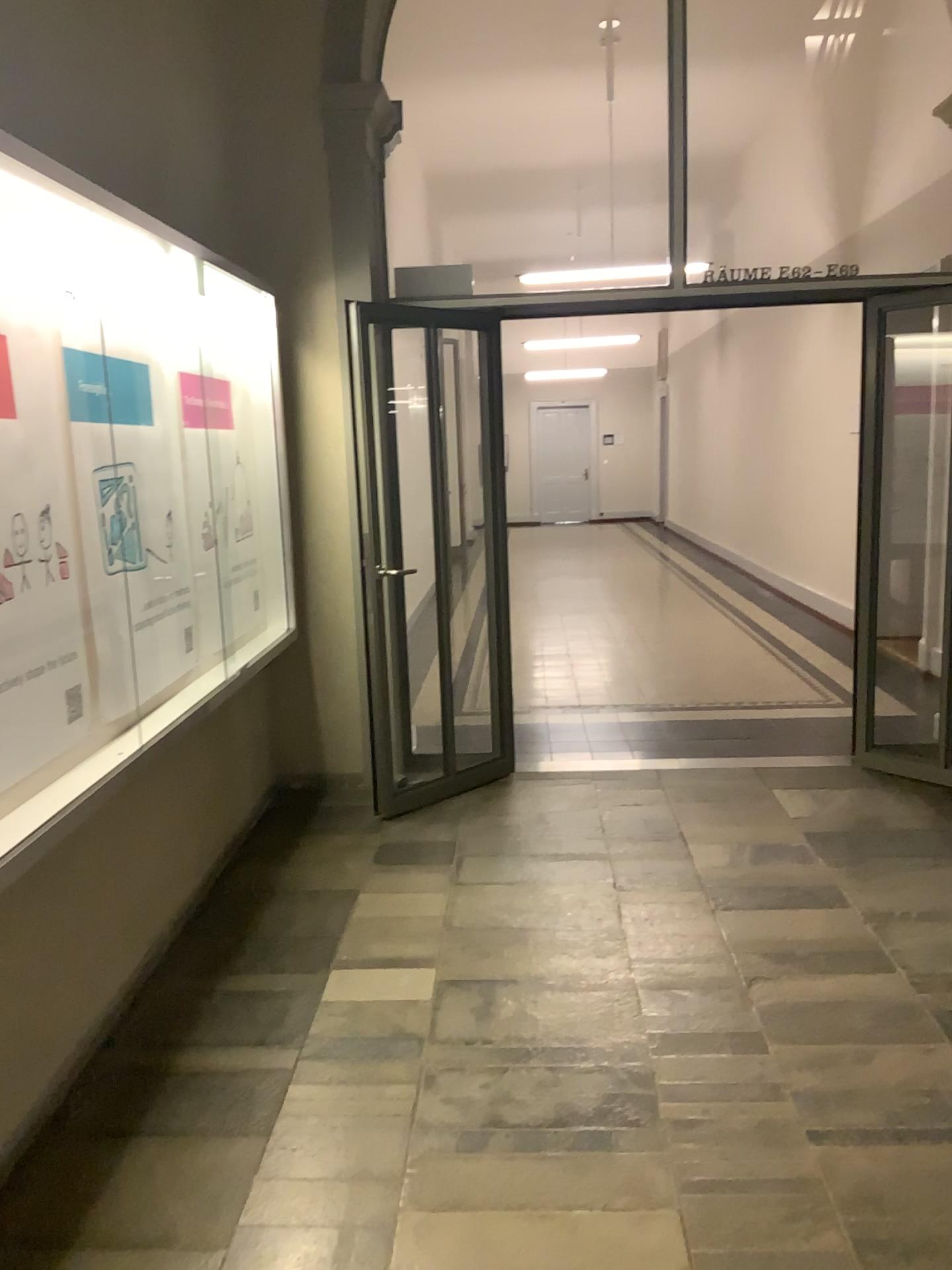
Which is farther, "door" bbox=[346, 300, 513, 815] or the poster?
"door" bbox=[346, 300, 513, 815]

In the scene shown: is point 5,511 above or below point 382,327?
below

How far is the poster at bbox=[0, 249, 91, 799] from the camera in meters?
2.4 m

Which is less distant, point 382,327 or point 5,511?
point 5,511

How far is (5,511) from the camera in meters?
2.4

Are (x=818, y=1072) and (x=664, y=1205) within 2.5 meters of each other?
yes
